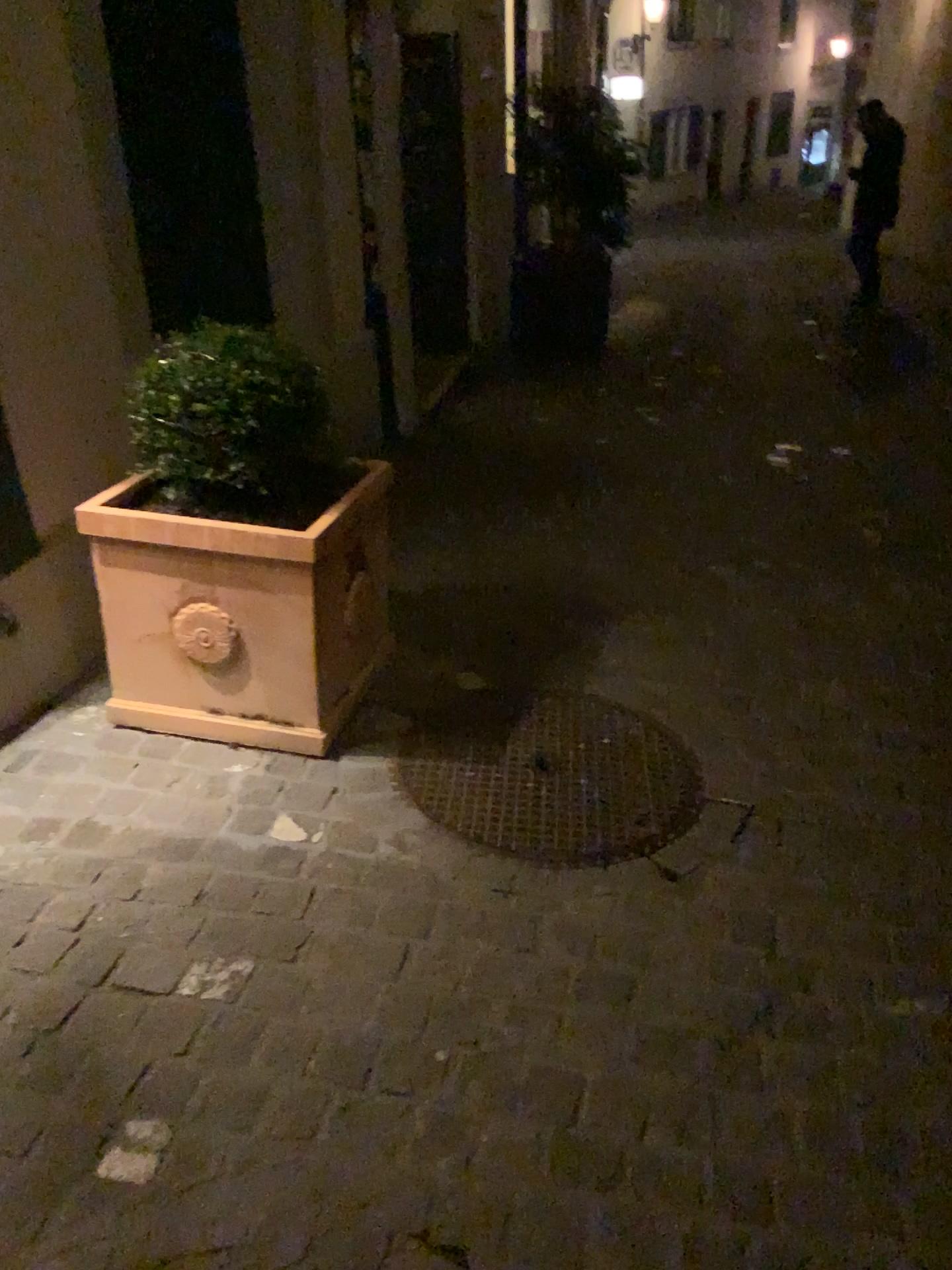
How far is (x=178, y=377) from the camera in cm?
225

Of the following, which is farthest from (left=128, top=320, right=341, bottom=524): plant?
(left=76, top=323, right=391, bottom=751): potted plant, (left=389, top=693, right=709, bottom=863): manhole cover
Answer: (left=389, top=693, right=709, bottom=863): manhole cover

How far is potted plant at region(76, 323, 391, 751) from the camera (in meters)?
2.25

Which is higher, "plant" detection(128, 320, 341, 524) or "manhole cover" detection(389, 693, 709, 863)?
"plant" detection(128, 320, 341, 524)

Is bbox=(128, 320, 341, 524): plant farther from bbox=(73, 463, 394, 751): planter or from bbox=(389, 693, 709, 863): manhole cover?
bbox=(389, 693, 709, 863): manhole cover

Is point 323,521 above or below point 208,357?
below

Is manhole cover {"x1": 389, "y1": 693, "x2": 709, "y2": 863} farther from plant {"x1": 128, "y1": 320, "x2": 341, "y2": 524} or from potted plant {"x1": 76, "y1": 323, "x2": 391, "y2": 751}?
plant {"x1": 128, "y1": 320, "x2": 341, "y2": 524}

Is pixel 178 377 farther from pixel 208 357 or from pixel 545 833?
pixel 545 833

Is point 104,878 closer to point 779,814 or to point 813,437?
point 779,814

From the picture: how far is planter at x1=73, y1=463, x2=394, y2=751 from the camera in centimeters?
229cm
